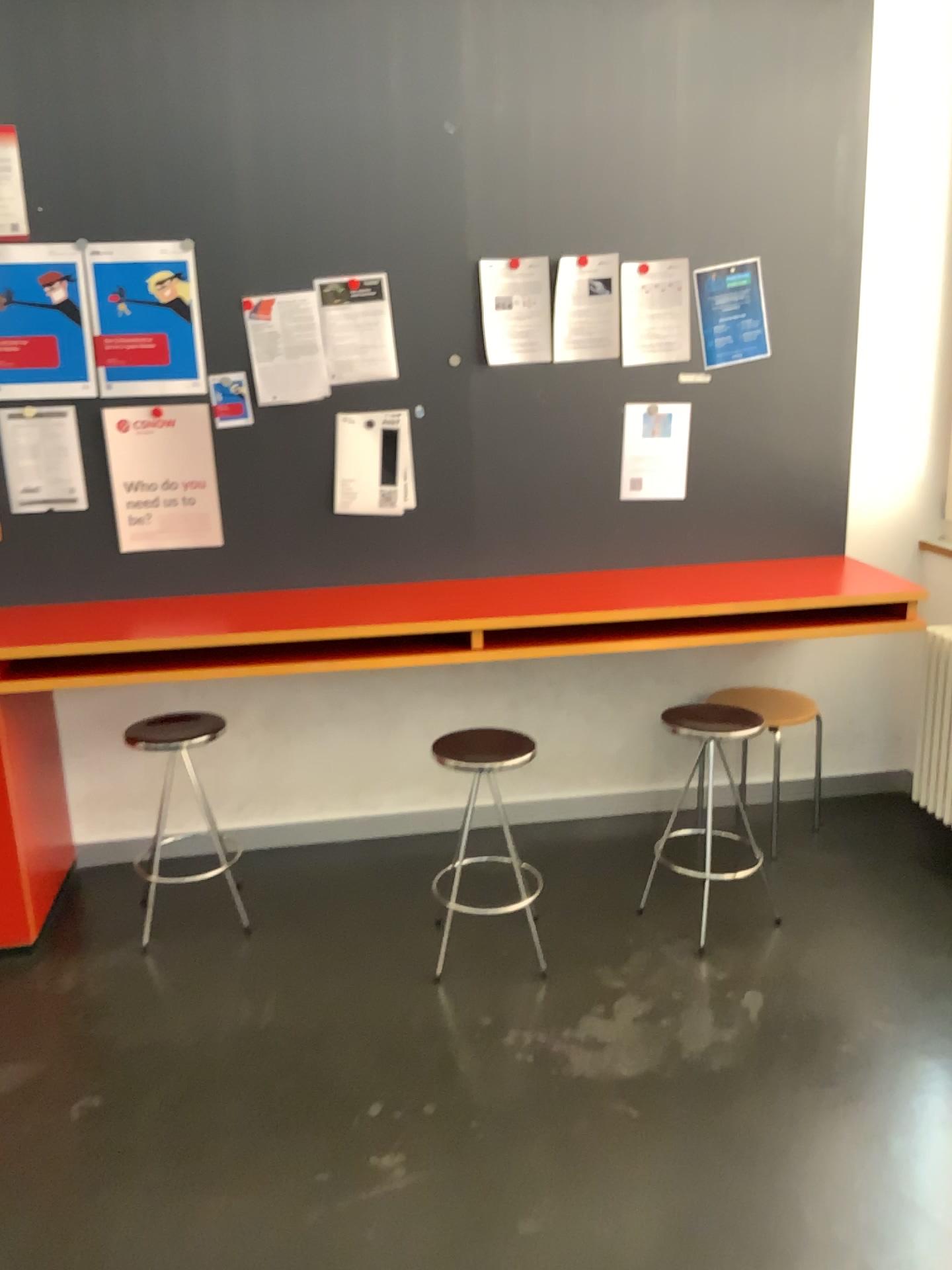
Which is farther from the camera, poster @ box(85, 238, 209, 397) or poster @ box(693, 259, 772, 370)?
poster @ box(693, 259, 772, 370)

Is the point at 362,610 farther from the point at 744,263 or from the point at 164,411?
the point at 744,263

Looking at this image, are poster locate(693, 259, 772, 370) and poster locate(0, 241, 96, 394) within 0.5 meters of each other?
no

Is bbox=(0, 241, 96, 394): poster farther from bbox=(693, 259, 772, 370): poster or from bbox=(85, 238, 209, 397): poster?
bbox=(693, 259, 772, 370): poster

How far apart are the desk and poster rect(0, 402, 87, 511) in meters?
0.3 m

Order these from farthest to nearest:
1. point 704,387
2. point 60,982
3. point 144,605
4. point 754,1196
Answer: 1. point 704,387
2. point 144,605
3. point 60,982
4. point 754,1196

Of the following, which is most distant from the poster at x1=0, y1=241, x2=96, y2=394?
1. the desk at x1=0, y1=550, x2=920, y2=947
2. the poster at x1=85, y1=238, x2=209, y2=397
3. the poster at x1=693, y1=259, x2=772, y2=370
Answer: the poster at x1=693, y1=259, x2=772, y2=370

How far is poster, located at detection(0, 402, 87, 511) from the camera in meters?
3.1

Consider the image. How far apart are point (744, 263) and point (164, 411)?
1.82m

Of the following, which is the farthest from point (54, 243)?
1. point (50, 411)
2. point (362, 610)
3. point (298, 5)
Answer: point (362, 610)
